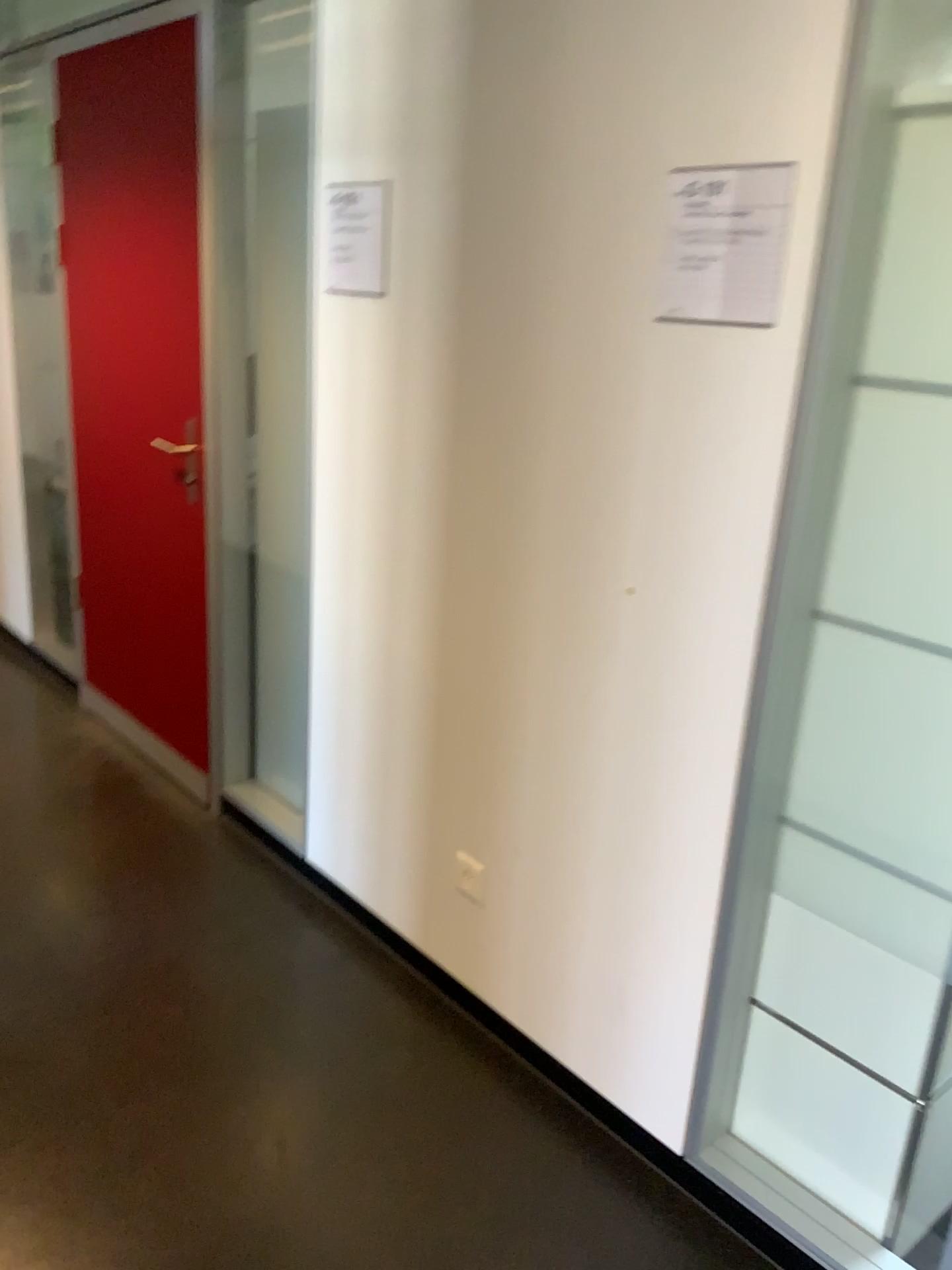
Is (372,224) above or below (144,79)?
below

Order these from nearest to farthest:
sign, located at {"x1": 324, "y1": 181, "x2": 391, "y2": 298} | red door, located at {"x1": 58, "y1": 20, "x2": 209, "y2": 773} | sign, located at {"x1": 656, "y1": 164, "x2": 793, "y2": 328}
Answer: sign, located at {"x1": 656, "y1": 164, "x2": 793, "y2": 328}
sign, located at {"x1": 324, "y1": 181, "x2": 391, "y2": 298}
red door, located at {"x1": 58, "y1": 20, "x2": 209, "y2": 773}

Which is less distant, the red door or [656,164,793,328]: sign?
[656,164,793,328]: sign

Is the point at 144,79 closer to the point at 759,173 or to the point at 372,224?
the point at 372,224

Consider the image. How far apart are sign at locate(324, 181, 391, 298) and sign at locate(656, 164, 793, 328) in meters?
0.8

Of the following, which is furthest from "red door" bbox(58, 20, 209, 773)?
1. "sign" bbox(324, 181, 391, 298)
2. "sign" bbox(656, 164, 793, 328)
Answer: "sign" bbox(656, 164, 793, 328)

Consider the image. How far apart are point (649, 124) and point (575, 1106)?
1.8 meters

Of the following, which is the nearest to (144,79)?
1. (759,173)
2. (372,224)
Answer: (372,224)

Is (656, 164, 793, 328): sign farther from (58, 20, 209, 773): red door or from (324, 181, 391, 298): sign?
(58, 20, 209, 773): red door

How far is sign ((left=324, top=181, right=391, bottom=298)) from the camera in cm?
219
